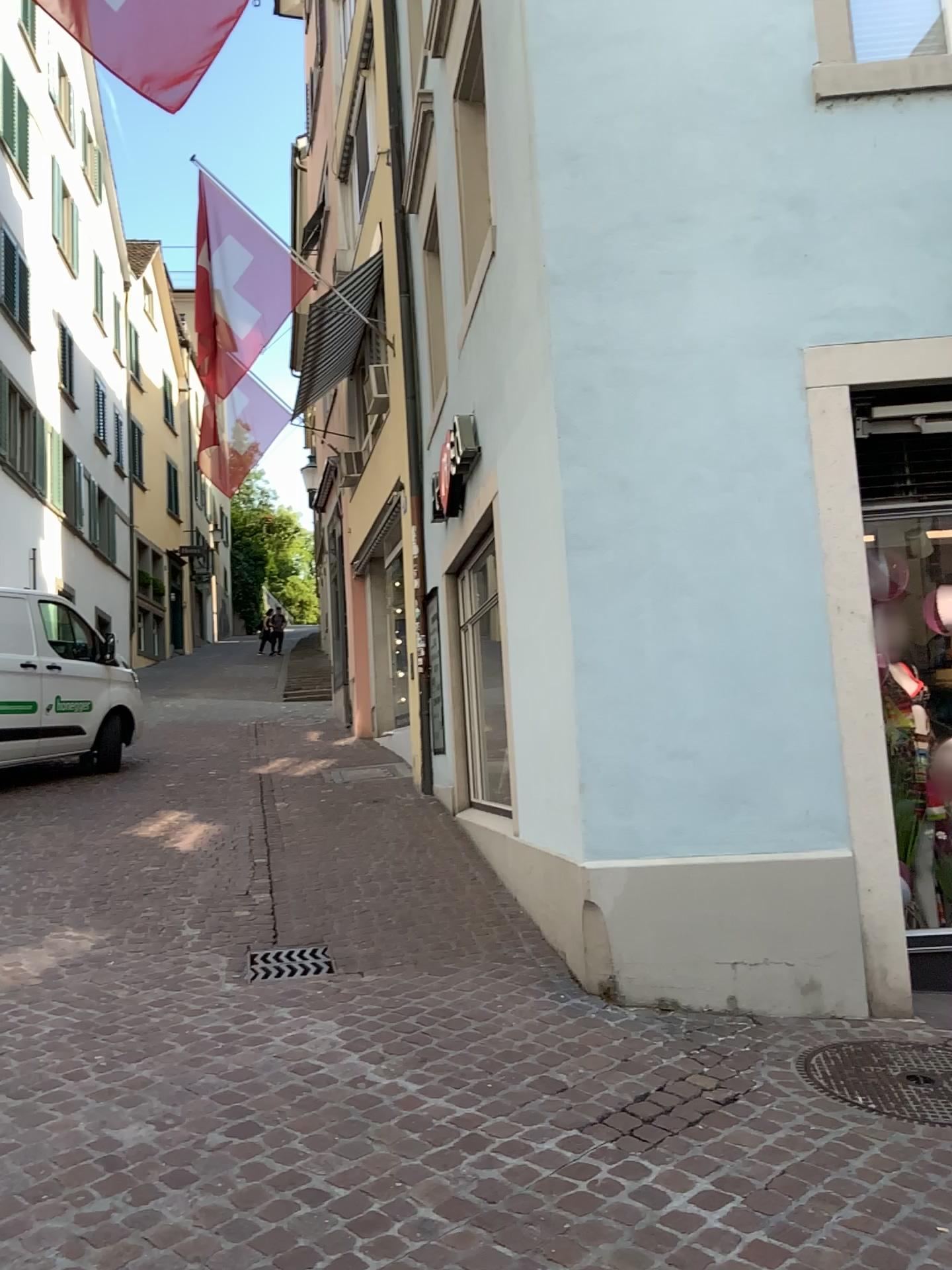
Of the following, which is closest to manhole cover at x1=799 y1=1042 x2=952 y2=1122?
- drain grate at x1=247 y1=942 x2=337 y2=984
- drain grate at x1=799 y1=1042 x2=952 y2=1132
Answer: drain grate at x1=799 y1=1042 x2=952 y2=1132

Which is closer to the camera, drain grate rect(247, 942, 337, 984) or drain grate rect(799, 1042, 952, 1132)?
drain grate rect(799, 1042, 952, 1132)

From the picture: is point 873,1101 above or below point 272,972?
below

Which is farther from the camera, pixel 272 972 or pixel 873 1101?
pixel 272 972

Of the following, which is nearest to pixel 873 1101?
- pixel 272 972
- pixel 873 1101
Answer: pixel 873 1101

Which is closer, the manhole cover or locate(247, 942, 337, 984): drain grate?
the manhole cover

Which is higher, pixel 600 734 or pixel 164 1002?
pixel 600 734

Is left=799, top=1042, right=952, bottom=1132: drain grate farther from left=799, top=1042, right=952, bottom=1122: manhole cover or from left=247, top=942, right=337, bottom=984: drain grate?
left=247, top=942, right=337, bottom=984: drain grate
